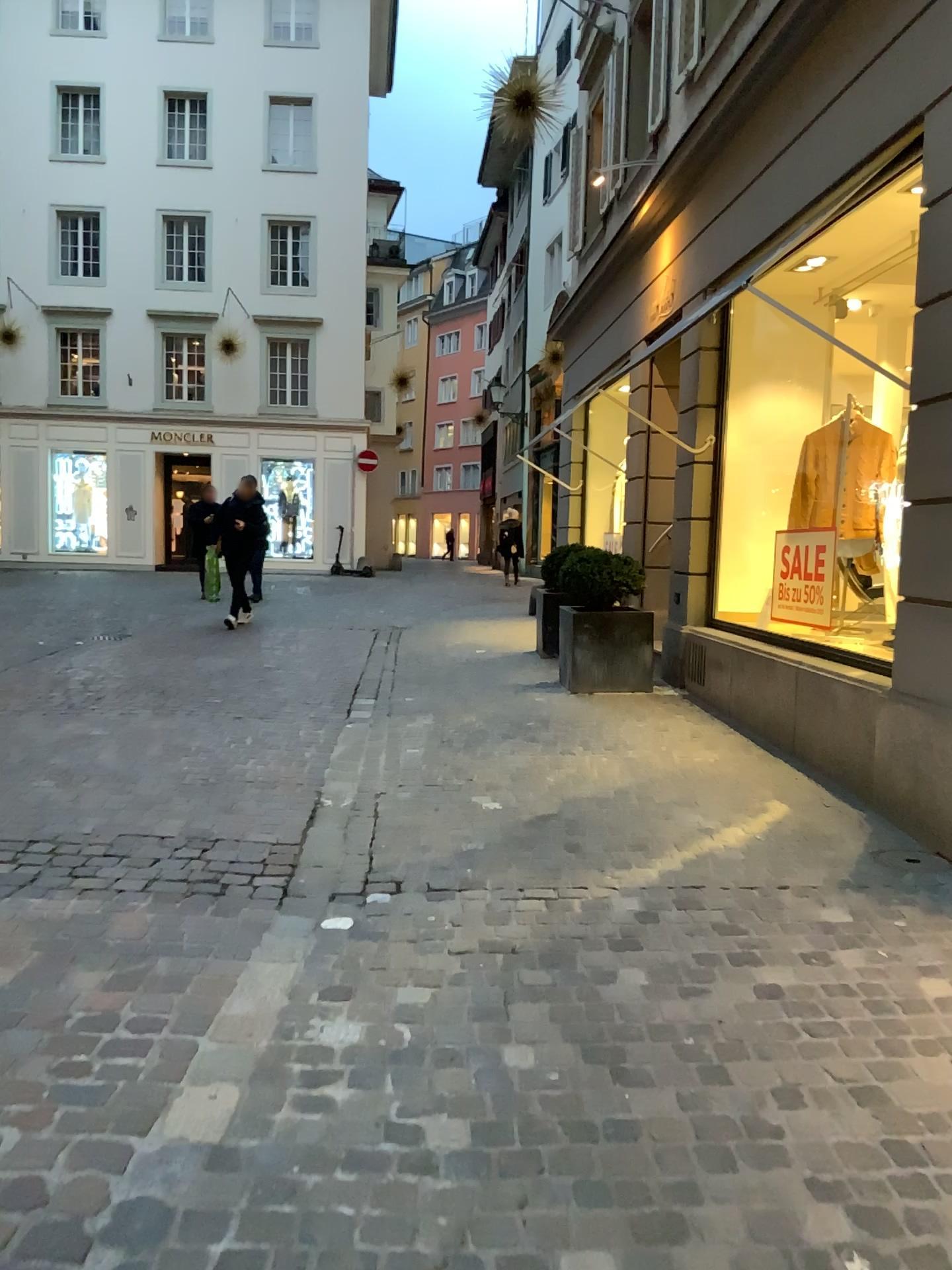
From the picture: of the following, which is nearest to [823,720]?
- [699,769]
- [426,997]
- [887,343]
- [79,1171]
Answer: [699,769]
